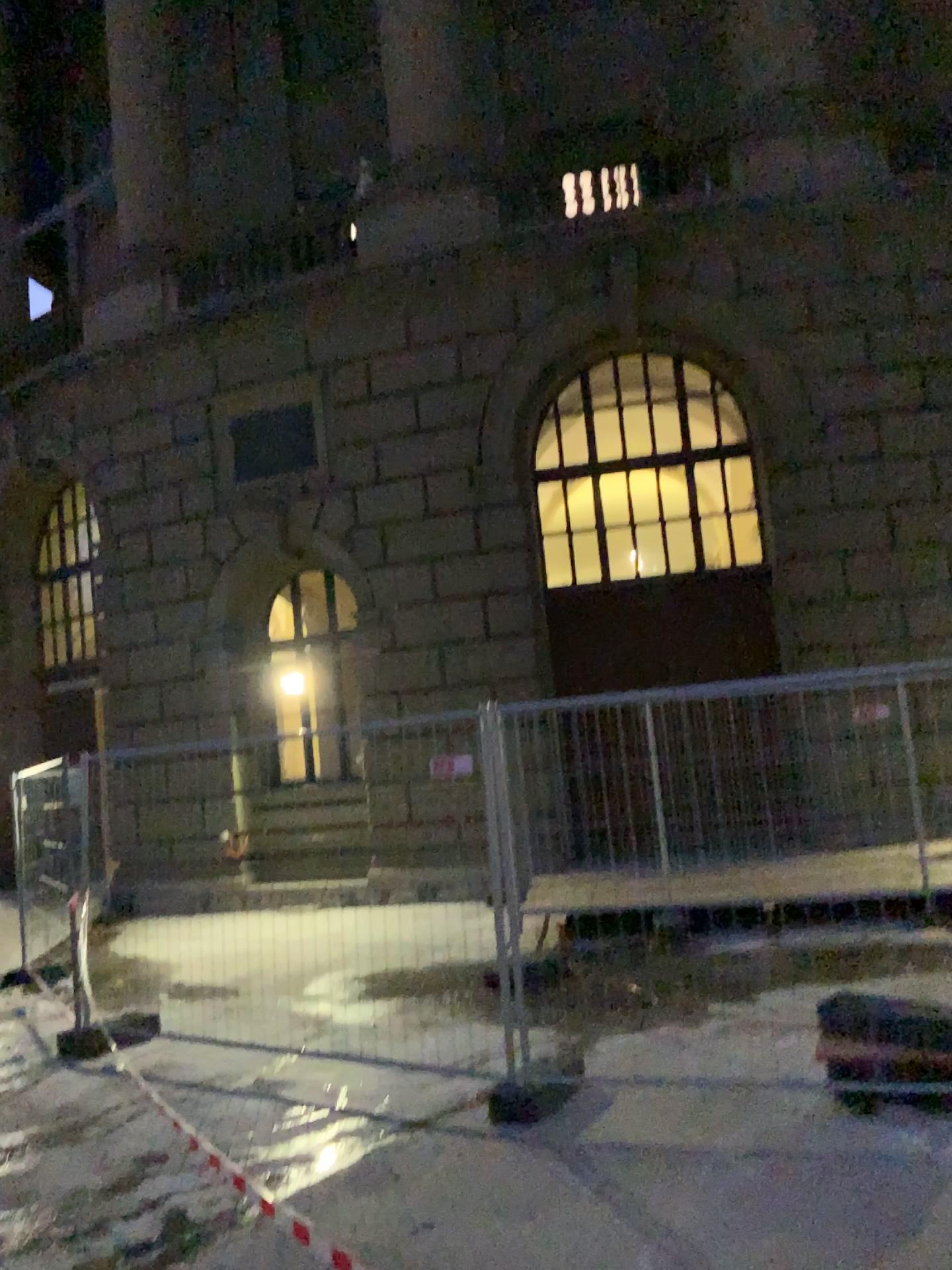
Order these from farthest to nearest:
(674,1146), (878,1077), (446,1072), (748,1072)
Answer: (446,1072)
(748,1072)
(878,1077)
(674,1146)
